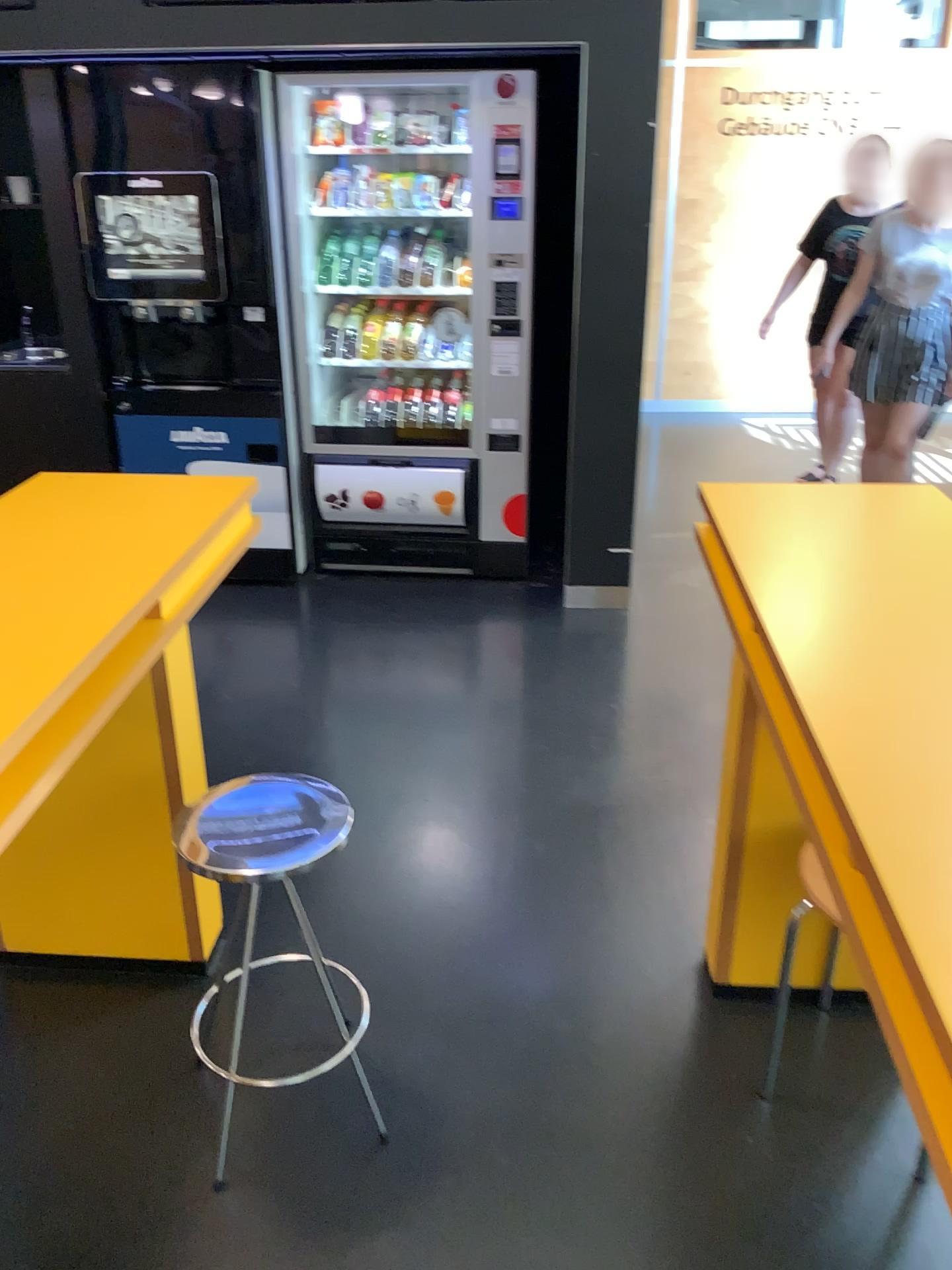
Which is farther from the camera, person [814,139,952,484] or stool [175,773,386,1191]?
person [814,139,952,484]

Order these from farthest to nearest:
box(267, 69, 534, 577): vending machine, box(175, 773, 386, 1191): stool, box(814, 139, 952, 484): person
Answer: box(814, 139, 952, 484): person, box(267, 69, 534, 577): vending machine, box(175, 773, 386, 1191): stool

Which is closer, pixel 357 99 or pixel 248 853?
pixel 248 853

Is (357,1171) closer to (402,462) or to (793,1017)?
(793,1017)

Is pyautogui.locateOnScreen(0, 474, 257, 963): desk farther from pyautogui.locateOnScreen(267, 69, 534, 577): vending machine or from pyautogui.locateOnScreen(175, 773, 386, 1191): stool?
pyautogui.locateOnScreen(267, 69, 534, 577): vending machine

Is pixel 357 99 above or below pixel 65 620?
above

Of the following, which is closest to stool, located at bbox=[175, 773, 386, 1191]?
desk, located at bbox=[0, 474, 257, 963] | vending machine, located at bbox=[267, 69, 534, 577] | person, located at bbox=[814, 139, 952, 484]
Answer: desk, located at bbox=[0, 474, 257, 963]

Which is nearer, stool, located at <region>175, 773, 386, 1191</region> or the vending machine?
stool, located at <region>175, 773, 386, 1191</region>

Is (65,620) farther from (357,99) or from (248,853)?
(357,99)
